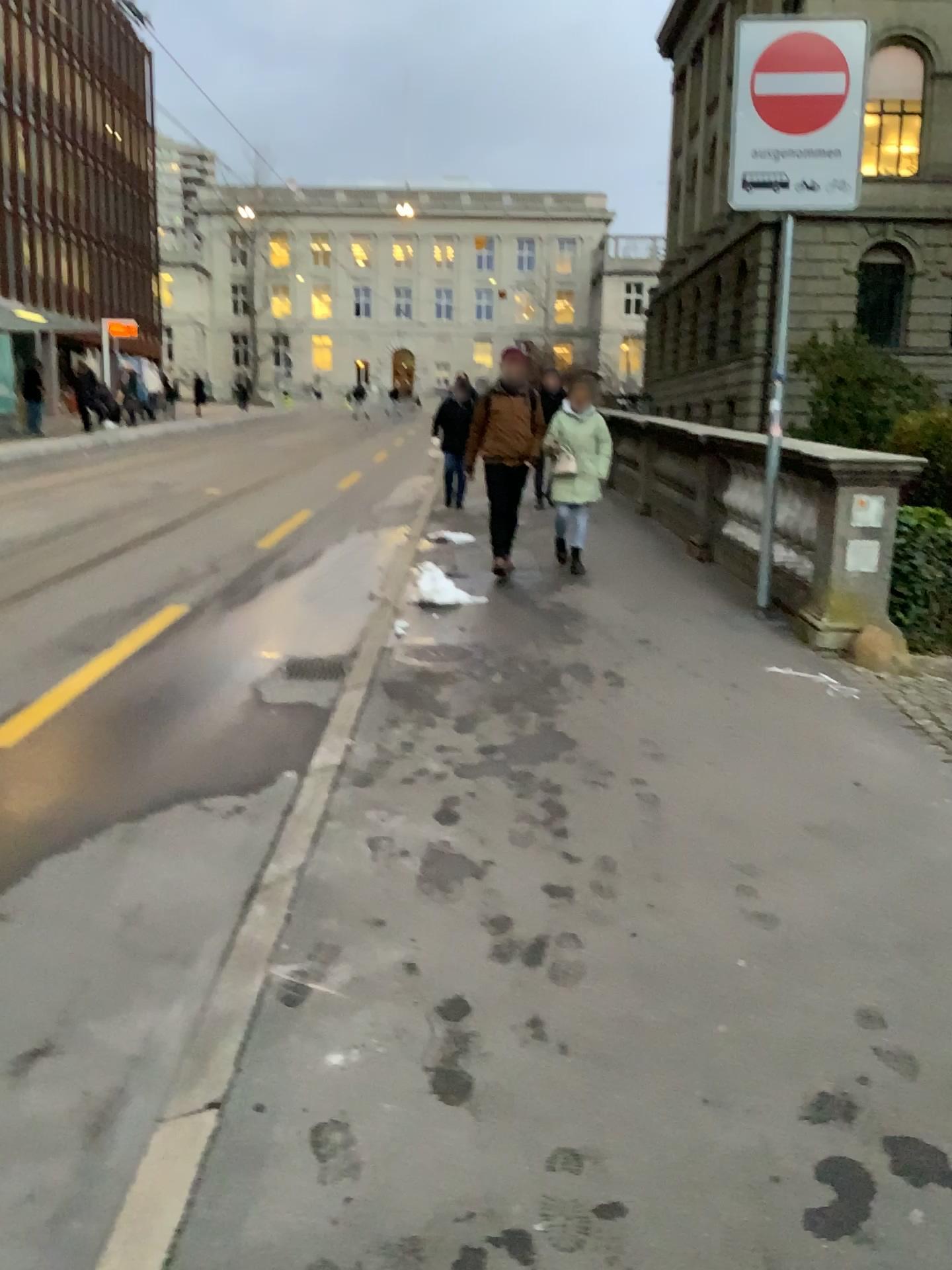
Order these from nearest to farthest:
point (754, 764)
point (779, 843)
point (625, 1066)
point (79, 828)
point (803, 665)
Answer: point (625, 1066) < point (779, 843) < point (79, 828) < point (754, 764) < point (803, 665)
